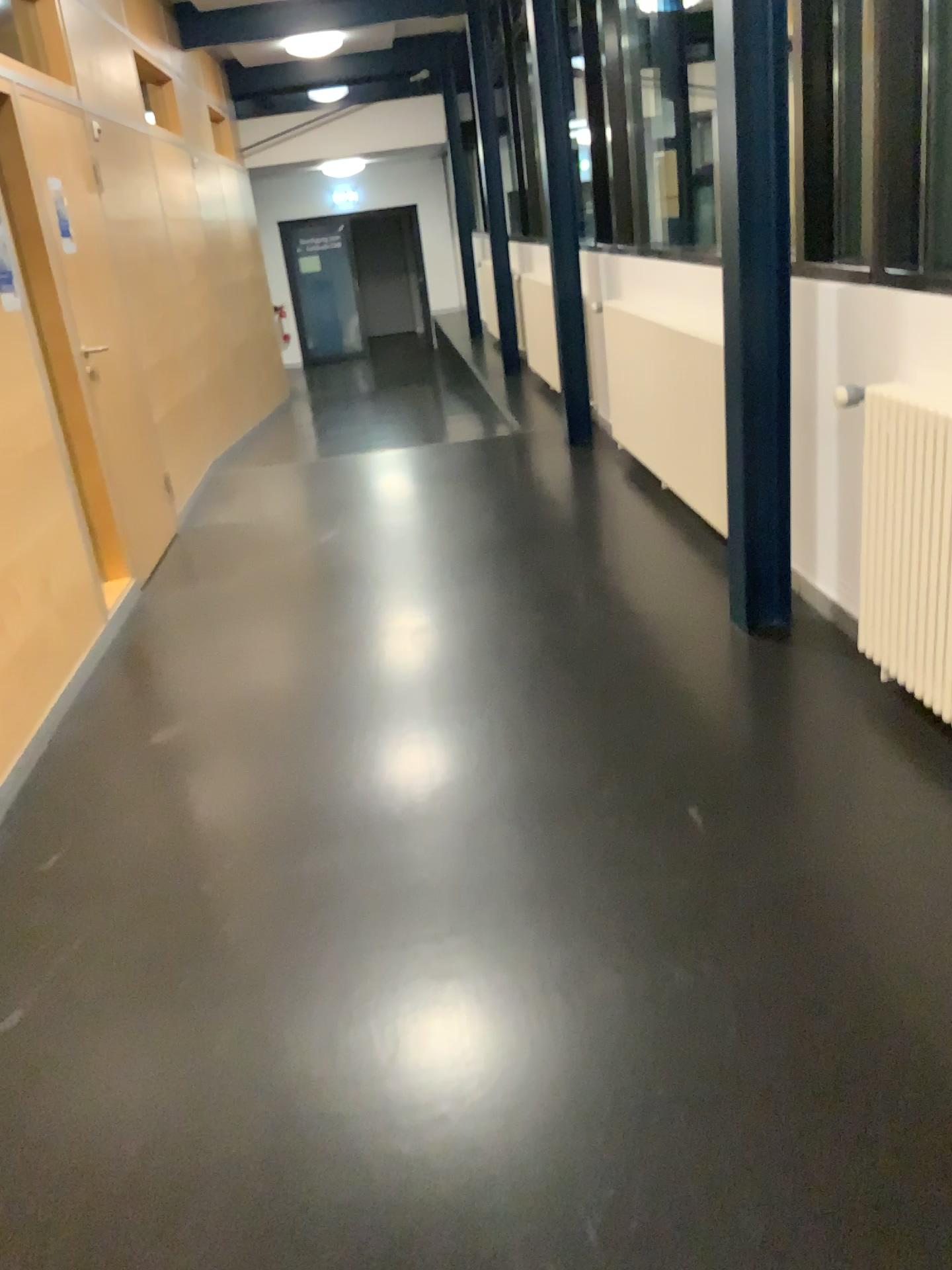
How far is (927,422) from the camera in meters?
2.5 m

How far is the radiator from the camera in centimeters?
253cm

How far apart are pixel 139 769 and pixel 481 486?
2.93m
